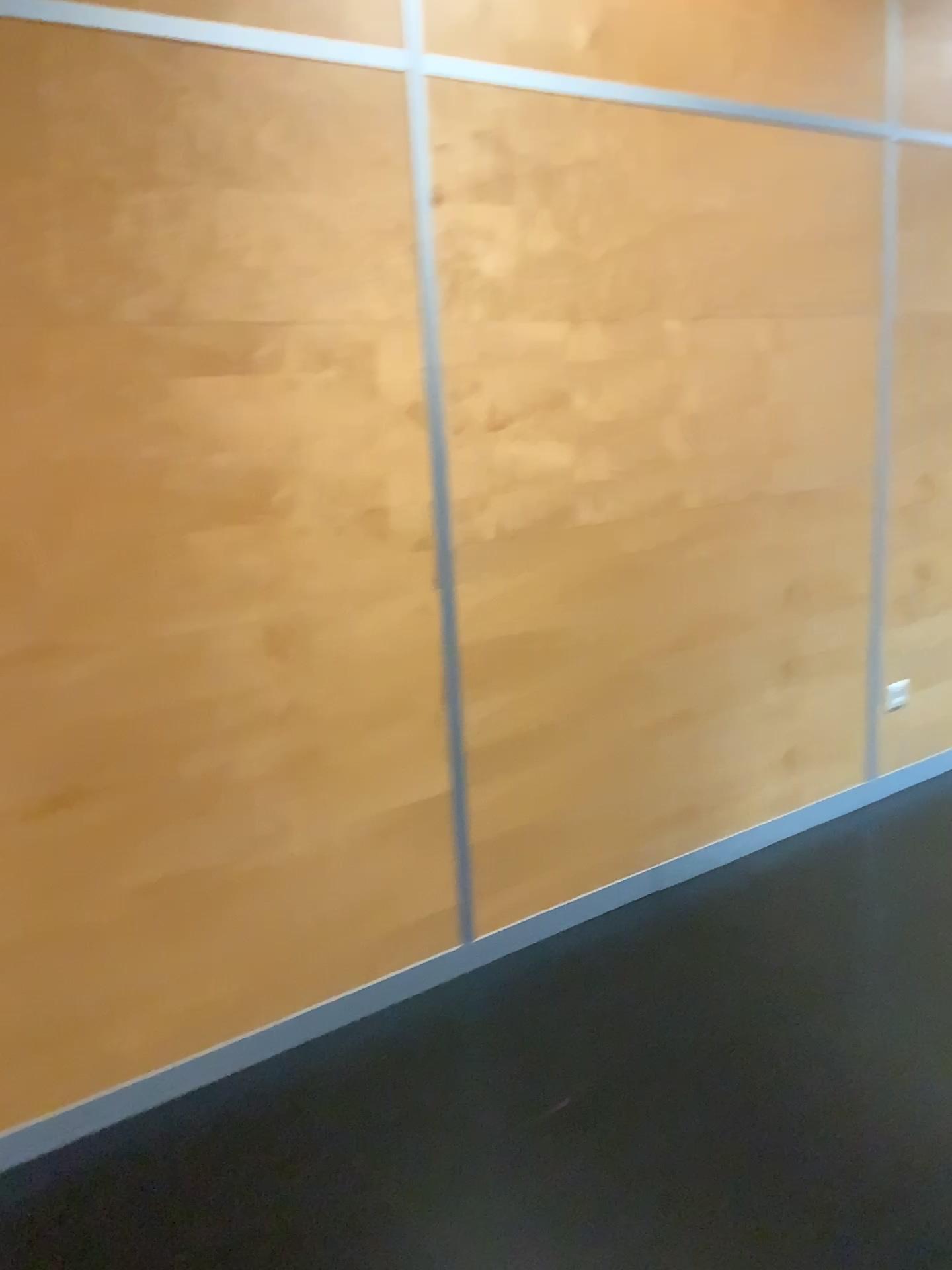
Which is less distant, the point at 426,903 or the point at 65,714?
the point at 65,714
